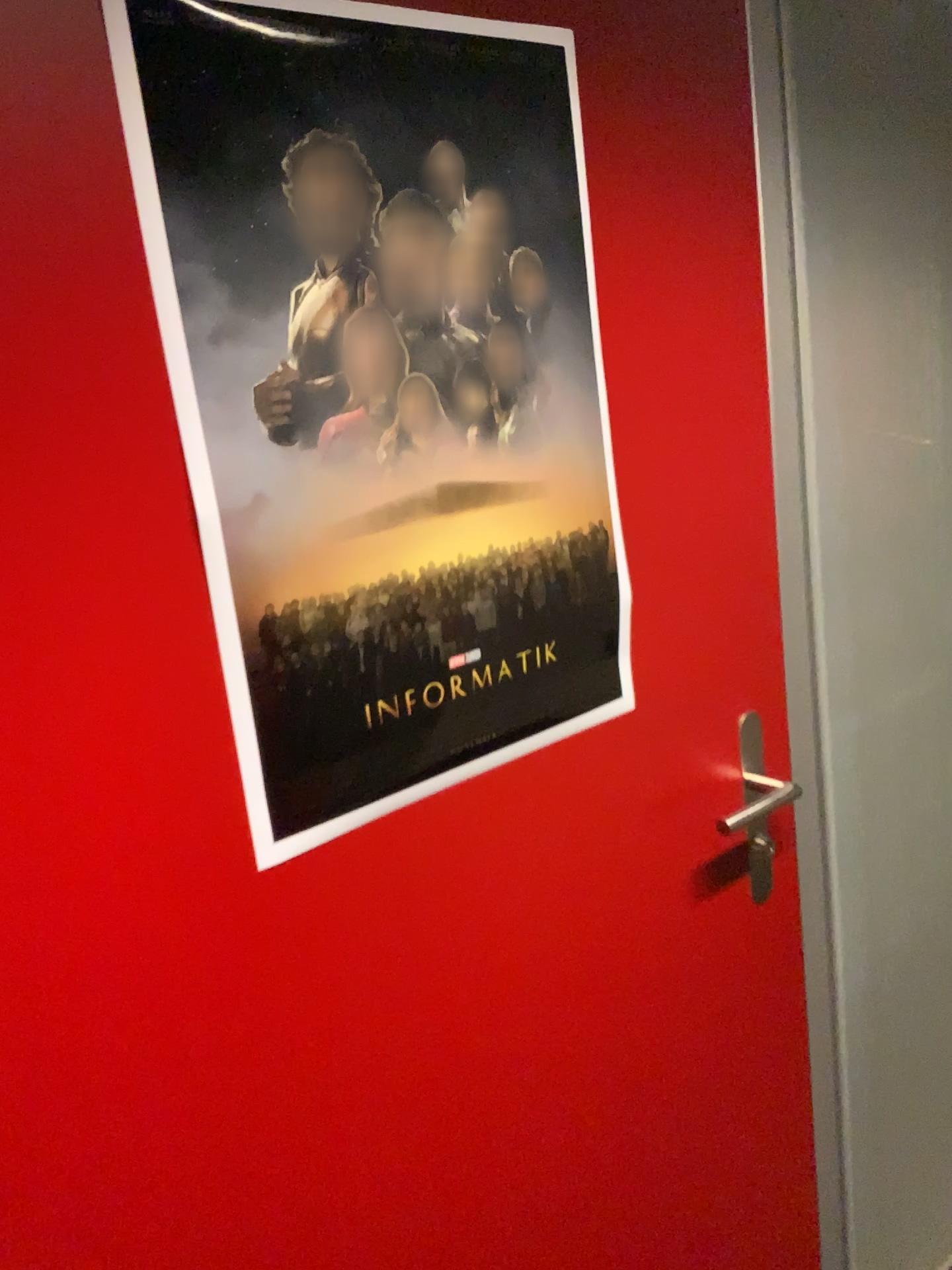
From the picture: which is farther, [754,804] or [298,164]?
[754,804]

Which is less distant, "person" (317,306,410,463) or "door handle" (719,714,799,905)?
"person" (317,306,410,463)

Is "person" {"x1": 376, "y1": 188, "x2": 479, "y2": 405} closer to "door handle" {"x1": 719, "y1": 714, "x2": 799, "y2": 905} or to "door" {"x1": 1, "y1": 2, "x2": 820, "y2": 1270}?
"door" {"x1": 1, "y1": 2, "x2": 820, "y2": 1270}

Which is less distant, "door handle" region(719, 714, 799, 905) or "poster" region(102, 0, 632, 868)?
"poster" region(102, 0, 632, 868)

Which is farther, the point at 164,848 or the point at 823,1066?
the point at 823,1066

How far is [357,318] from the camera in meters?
0.8 m

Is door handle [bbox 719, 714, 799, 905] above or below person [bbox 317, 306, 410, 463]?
below

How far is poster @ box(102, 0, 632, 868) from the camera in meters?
0.7 m

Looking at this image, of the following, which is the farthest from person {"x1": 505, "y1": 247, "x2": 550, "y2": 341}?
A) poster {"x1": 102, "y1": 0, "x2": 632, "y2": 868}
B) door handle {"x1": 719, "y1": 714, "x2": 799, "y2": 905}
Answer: door handle {"x1": 719, "y1": 714, "x2": 799, "y2": 905}

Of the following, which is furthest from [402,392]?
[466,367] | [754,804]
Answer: [754,804]
